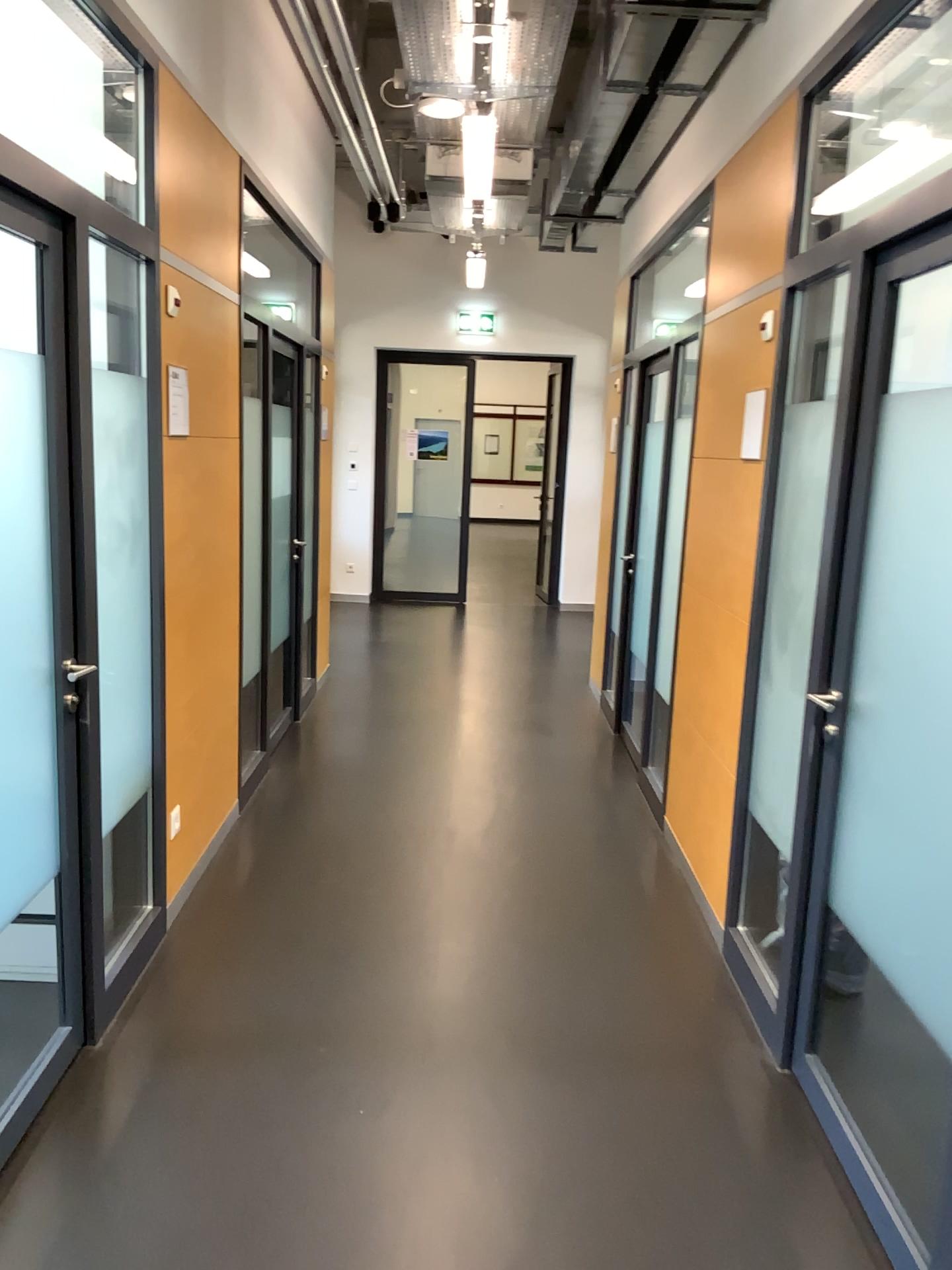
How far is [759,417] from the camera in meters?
3.4
